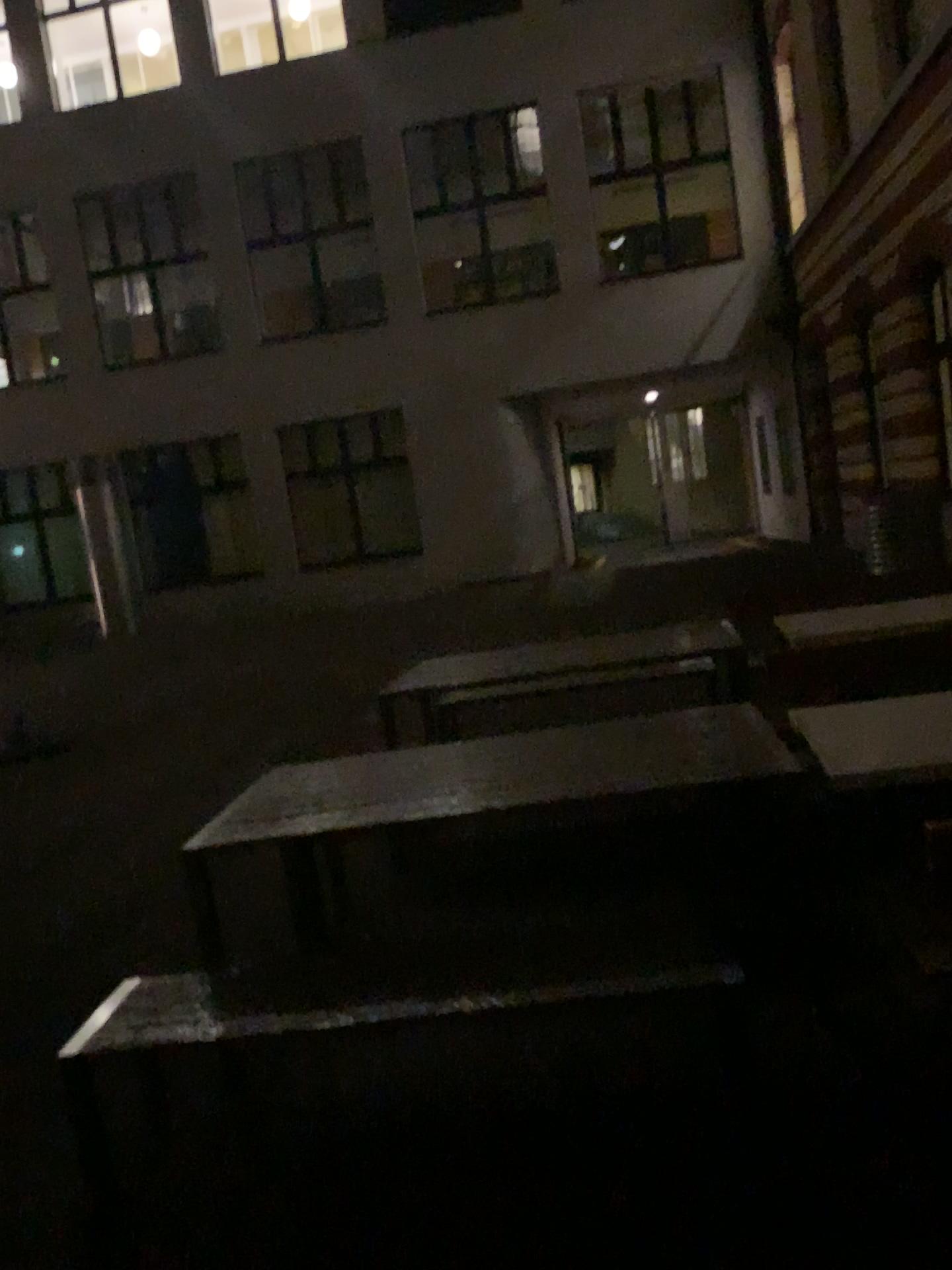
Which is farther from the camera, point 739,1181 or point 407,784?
point 407,784
